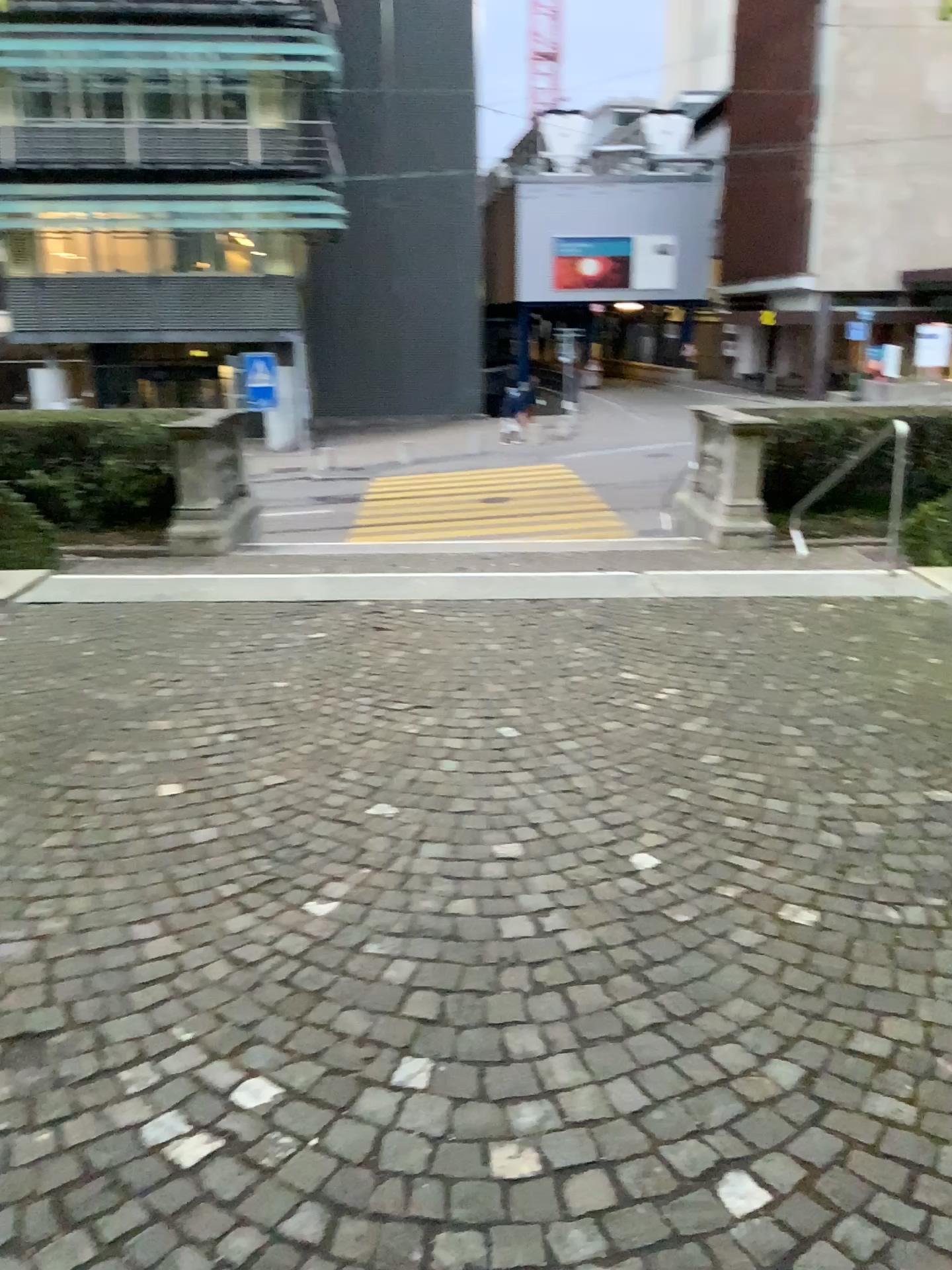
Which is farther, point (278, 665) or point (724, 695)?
point (278, 665)
